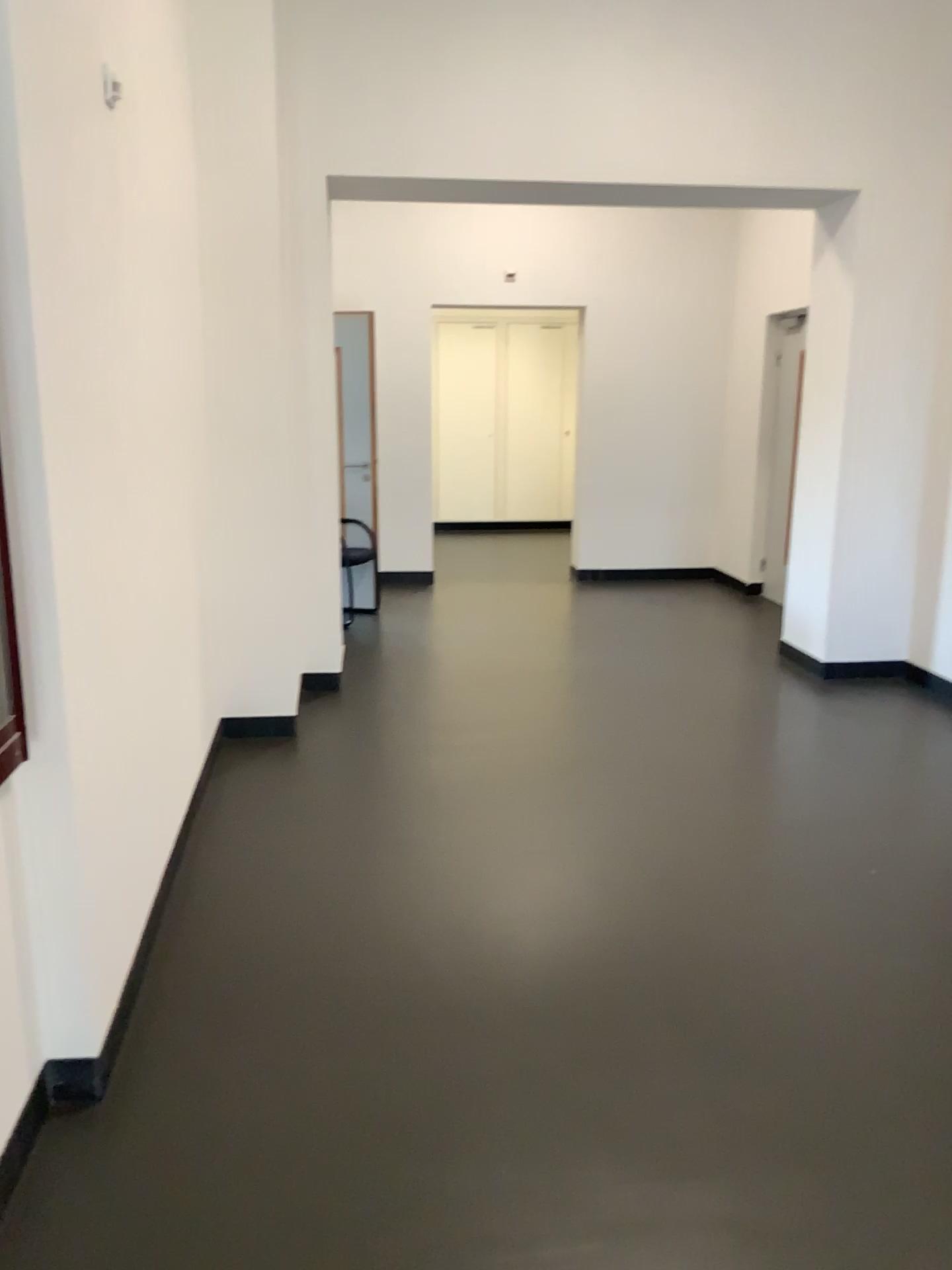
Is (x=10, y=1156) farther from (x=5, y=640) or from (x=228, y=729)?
(x=228, y=729)

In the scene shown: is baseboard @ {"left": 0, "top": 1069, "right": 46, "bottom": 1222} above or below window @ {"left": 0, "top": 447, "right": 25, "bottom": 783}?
below

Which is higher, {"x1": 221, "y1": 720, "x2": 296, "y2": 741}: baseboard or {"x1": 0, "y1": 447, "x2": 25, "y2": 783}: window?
{"x1": 0, "y1": 447, "x2": 25, "y2": 783}: window

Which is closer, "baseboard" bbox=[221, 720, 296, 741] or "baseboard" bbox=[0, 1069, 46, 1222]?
"baseboard" bbox=[0, 1069, 46, 1222]

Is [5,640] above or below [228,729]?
above

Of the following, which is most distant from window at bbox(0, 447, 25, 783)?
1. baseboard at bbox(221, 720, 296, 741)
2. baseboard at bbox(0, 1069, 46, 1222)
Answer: baseboard at bbox(221, 720, 296, 741)

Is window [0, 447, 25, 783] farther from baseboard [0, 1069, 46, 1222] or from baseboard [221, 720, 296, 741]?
baseboard [221, 720, 296, 741]

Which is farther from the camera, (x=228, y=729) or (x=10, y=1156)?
(x=228, y=729)

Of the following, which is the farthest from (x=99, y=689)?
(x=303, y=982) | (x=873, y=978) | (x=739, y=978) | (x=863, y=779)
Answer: (x=863, y=779)
